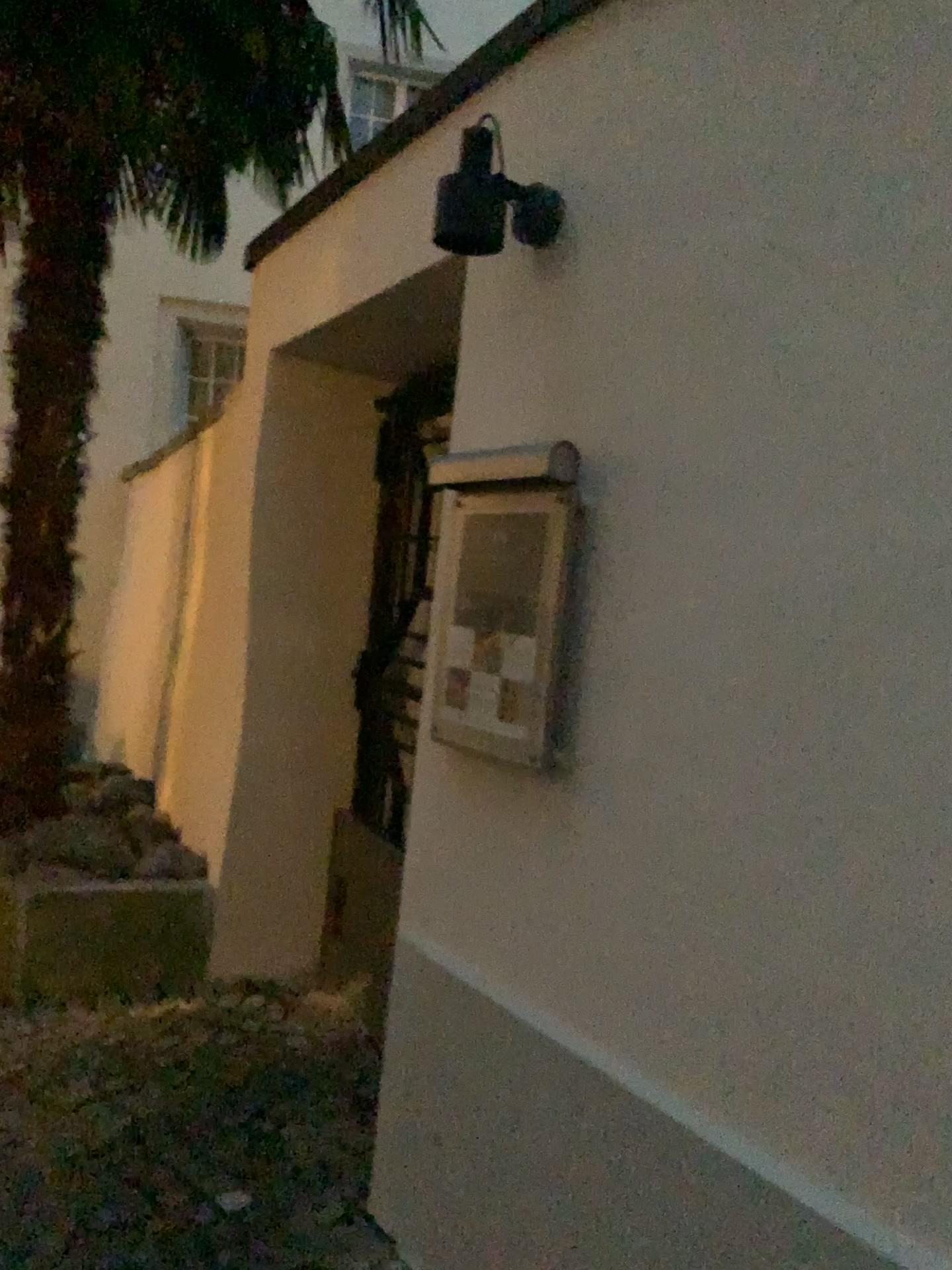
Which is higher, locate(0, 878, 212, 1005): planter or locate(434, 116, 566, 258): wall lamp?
locate(434, 116, 566, 258): wall lamp

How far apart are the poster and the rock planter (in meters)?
1.80

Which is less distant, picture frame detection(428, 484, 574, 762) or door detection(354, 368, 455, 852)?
picture frame detection(428, 484, 574, 762)

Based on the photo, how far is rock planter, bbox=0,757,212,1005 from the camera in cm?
338

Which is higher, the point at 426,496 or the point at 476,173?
the point at 476,173

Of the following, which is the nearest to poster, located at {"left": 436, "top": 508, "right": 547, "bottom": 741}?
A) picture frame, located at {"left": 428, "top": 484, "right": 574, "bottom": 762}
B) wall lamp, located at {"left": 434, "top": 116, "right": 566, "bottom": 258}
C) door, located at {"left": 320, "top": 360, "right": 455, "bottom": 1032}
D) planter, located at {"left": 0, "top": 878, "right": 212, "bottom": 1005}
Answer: picture frame, located at {"left": 428, "top": 484, "right": 574, "bottom": 762}

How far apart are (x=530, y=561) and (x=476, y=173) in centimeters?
70cm

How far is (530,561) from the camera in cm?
194

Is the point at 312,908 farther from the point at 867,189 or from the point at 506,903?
the point at 867,189

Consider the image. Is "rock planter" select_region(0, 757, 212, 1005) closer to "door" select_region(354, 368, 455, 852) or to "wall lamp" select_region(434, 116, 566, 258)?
"door" select_region(354, 368, 455, 852)
